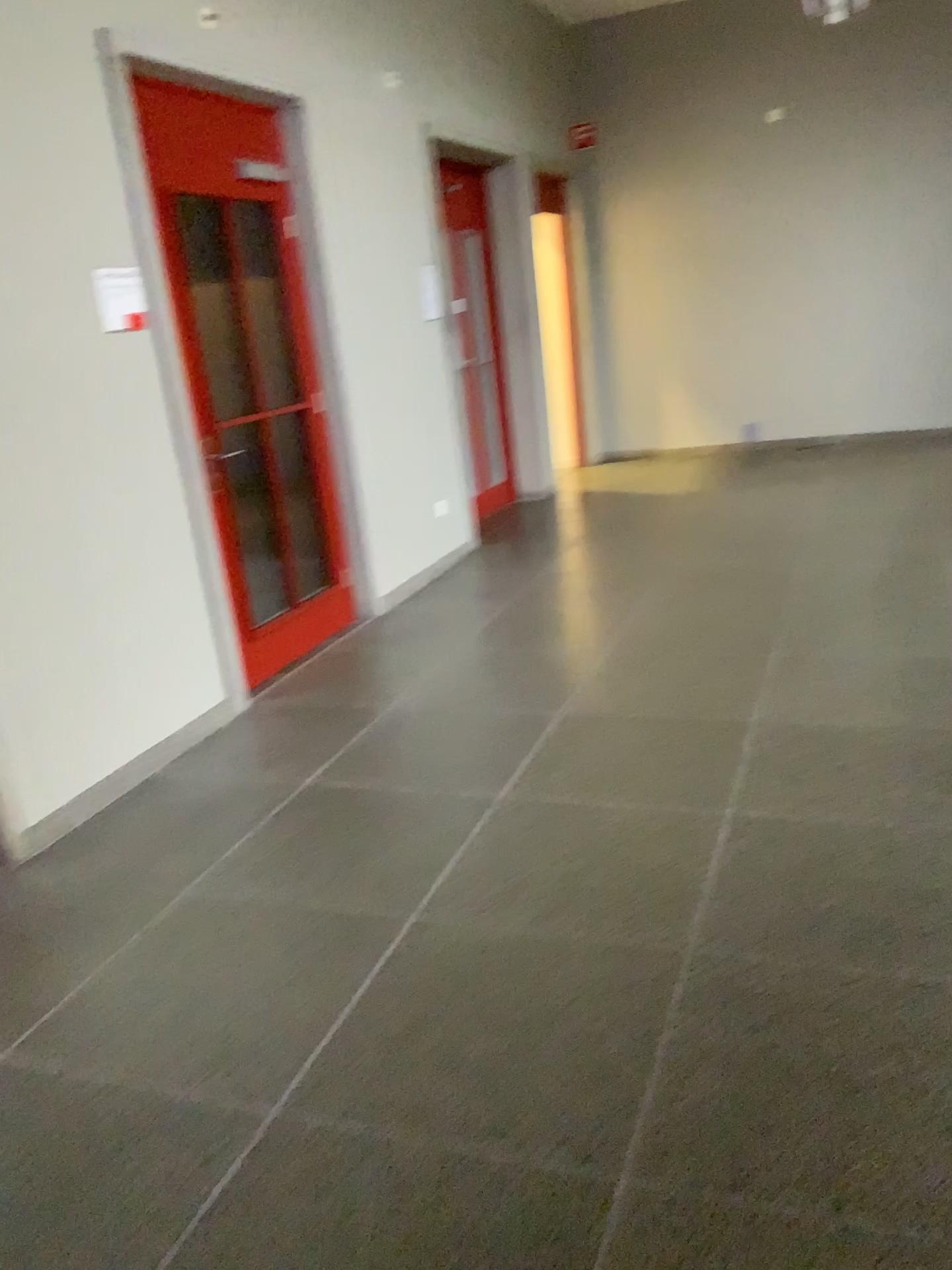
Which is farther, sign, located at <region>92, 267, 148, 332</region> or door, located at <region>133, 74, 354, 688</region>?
door, located at <region>133, 74, 354, 688</region>

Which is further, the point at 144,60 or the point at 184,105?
the point at 184,105

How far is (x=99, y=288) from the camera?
3.6 meters

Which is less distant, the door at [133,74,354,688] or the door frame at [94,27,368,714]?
the door frame at [94,27,368,714]

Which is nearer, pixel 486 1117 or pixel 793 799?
pixel 486 1117

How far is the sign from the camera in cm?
359

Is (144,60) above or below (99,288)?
above
